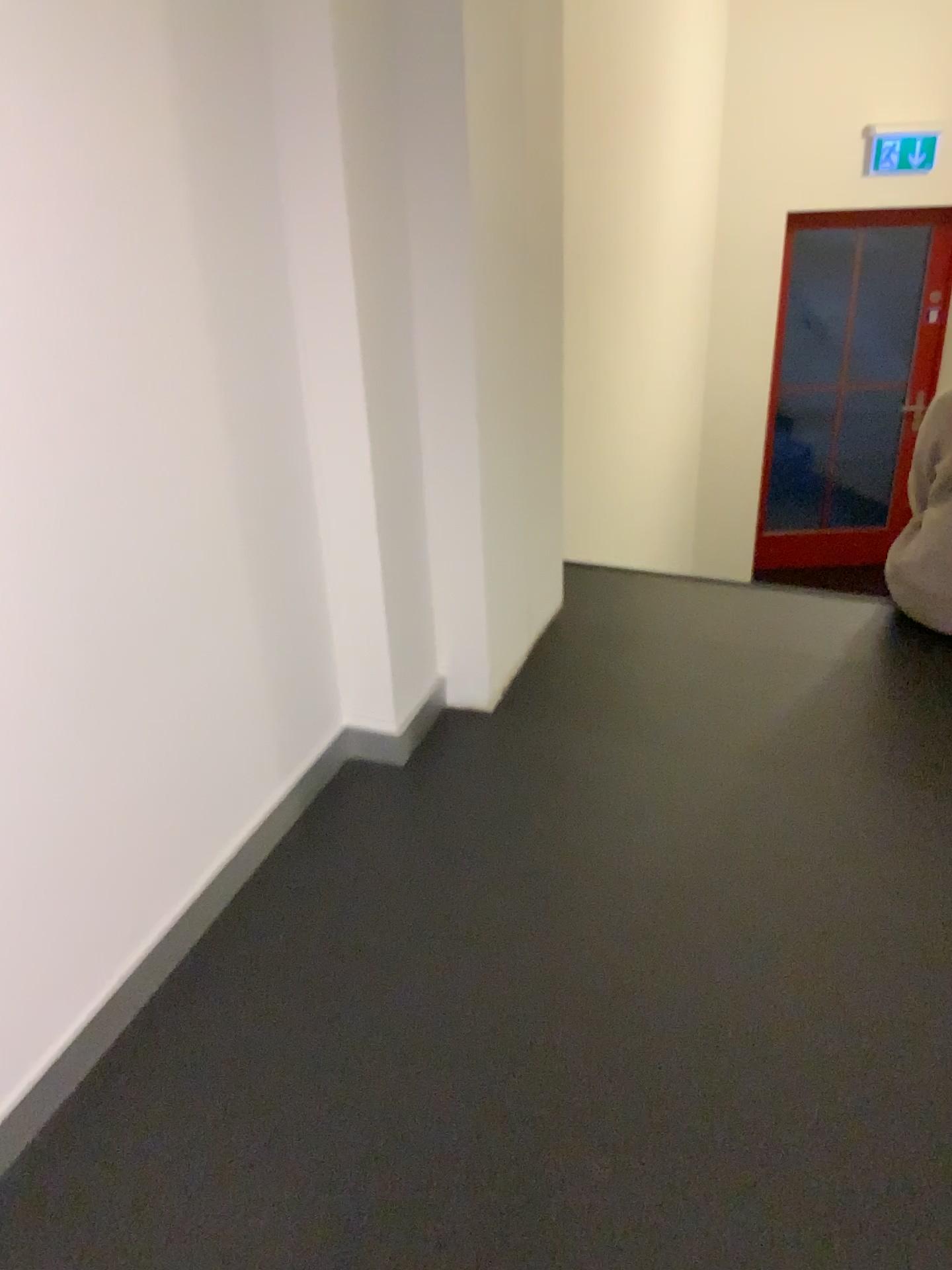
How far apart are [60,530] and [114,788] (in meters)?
0.42
